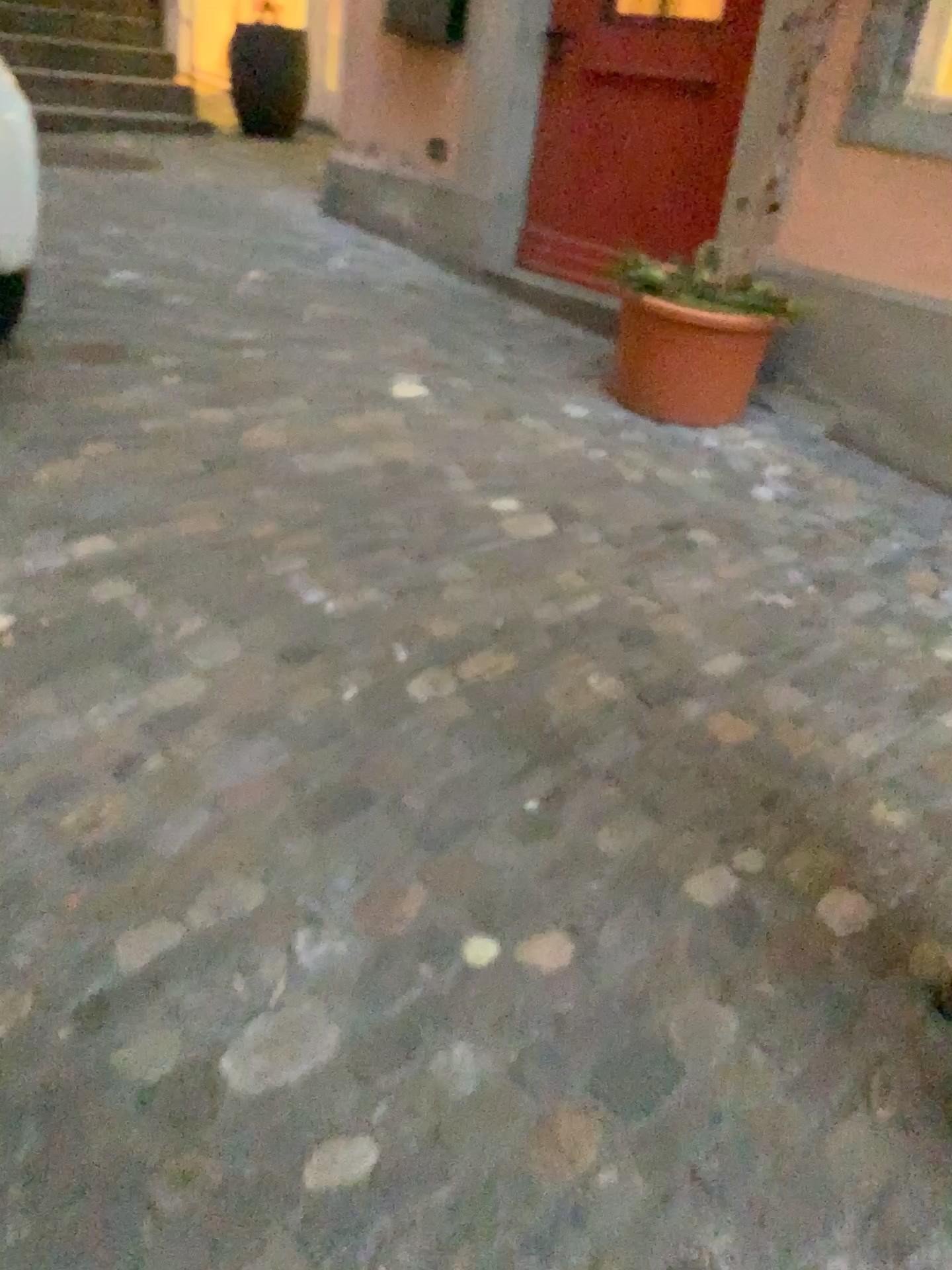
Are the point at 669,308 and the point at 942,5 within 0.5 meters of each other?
no

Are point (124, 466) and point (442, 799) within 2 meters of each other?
yes

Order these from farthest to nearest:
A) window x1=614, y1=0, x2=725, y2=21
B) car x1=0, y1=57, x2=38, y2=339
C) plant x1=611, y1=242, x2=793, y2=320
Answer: window x1=614, y1=0, x2=725, y2=21, plant x1=611, y1=242, x2=793, y2=320, car x1=0, y1=57, x2=38, y2=339

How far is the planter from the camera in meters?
3.2 m

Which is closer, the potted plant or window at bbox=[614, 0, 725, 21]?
the potted plant

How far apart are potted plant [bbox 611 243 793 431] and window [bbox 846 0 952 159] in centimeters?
48cm

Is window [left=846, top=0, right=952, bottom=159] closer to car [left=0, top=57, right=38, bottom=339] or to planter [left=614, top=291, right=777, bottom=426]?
planter [left=614, top=291, right=777, bottom=426]

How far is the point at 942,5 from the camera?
3.0m

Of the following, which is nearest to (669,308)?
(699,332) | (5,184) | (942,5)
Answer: (699,332)

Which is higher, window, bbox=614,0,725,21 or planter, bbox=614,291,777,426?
window, bbox=614,0,725,21
